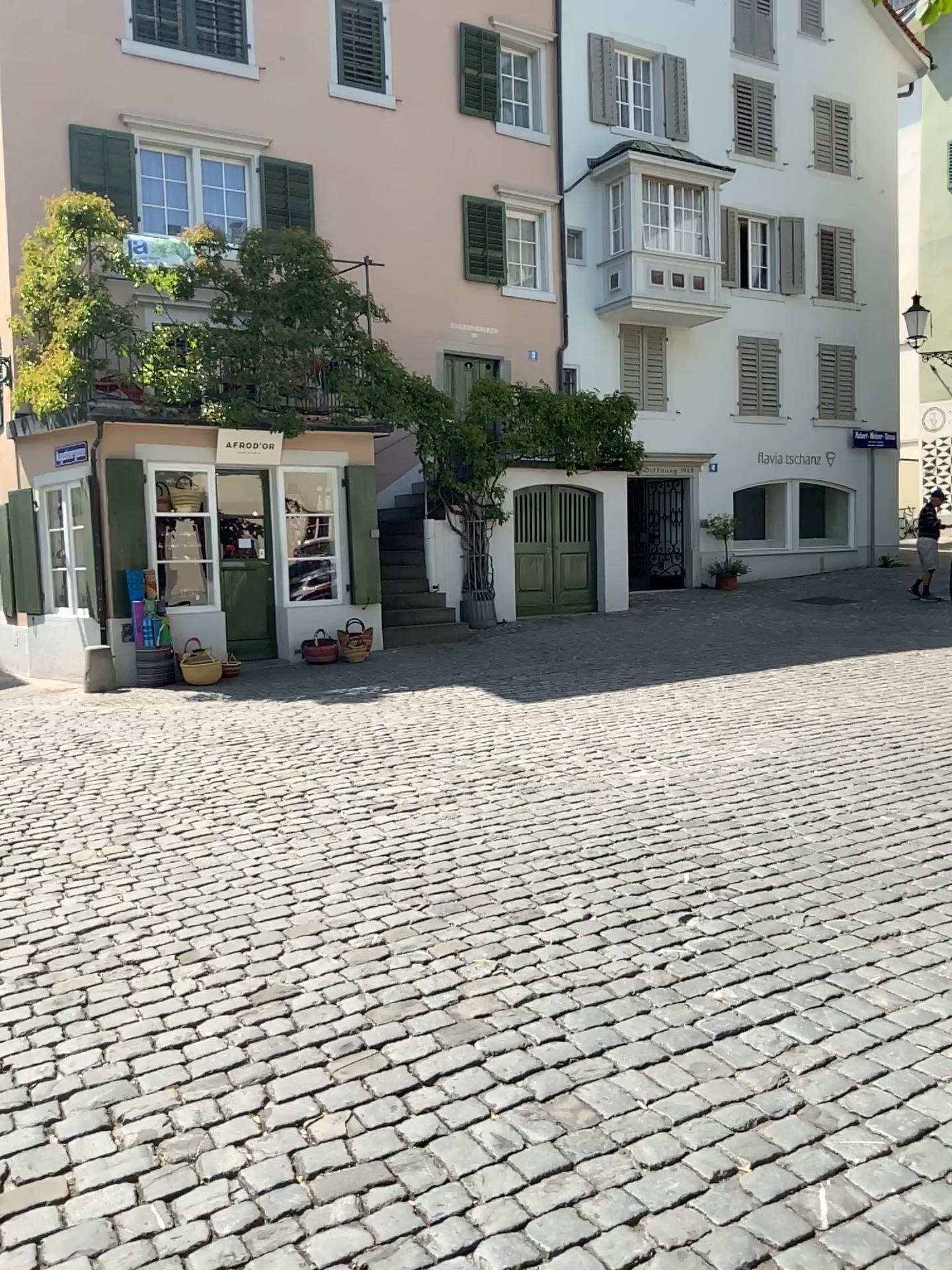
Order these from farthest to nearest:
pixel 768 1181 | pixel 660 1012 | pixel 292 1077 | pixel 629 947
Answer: pixel 629 947 → pixel 660 1012 → pixel 292 1077 → pixel 768 1181
